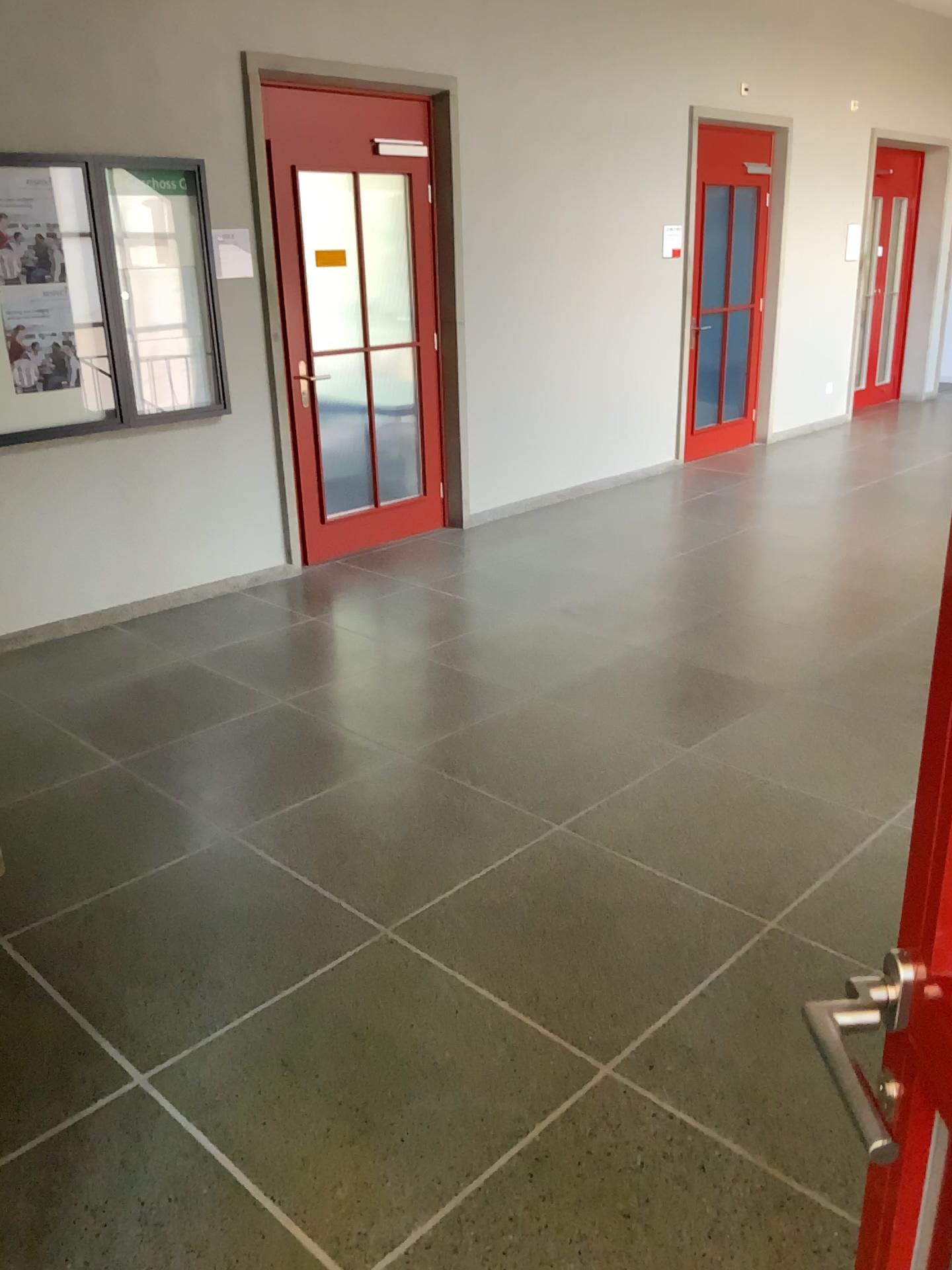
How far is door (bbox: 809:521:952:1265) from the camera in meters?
0.8 m

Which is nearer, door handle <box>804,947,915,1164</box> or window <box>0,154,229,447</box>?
door handle <box>804,947,915,1164</box>

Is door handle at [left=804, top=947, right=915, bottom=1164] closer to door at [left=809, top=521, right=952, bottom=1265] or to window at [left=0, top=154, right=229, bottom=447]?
door at [left=809, top=521, right=952, bottom=1265]

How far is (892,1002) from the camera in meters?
0.8

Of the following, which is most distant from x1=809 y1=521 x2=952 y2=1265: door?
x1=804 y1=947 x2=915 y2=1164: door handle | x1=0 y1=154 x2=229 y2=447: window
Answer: x1=0 y1=154 x2=229 y2=447: window

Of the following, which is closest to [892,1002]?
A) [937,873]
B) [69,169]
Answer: [937,873]

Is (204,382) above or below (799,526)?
above

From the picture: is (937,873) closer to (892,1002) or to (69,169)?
(892,1002)
